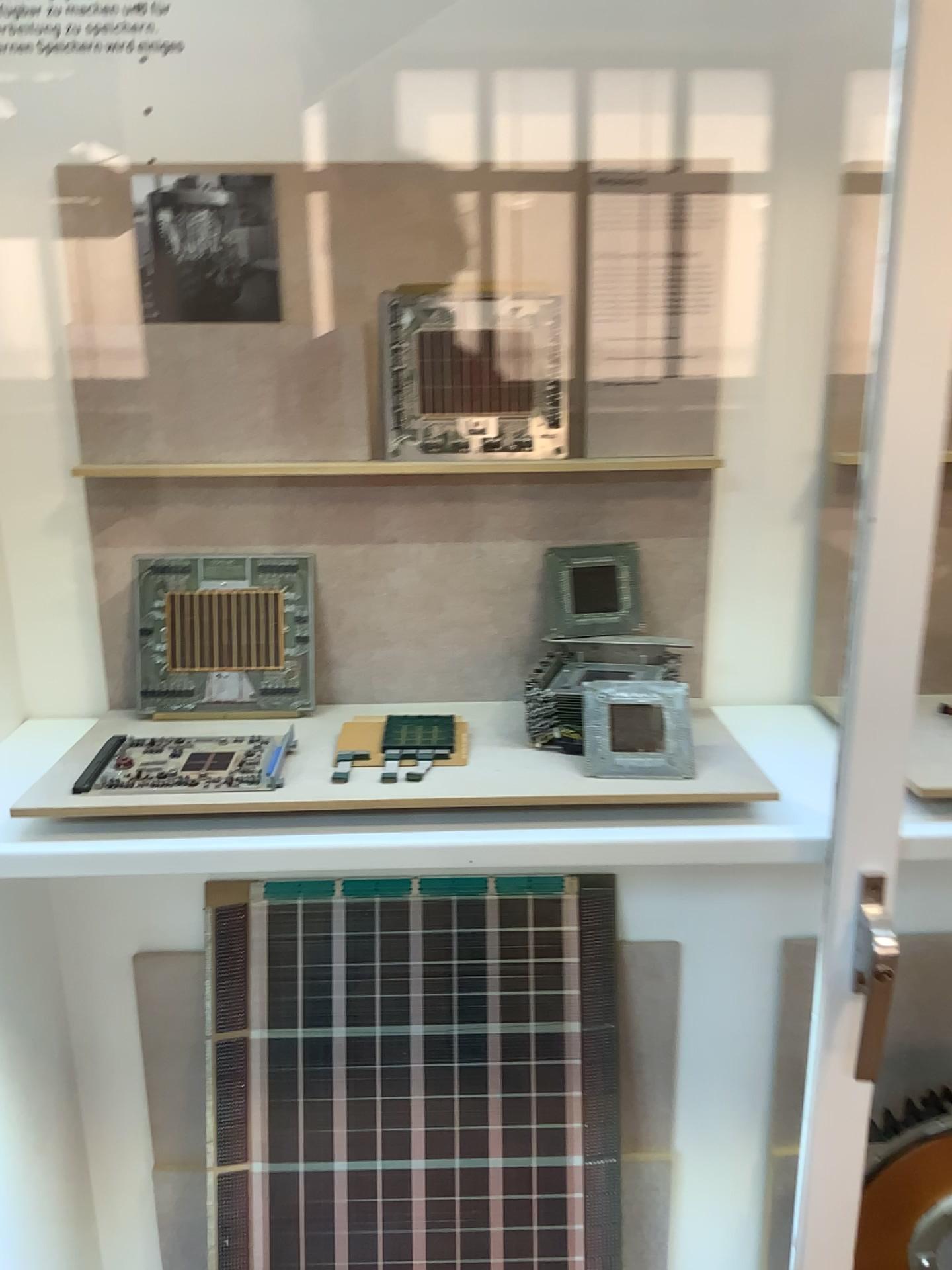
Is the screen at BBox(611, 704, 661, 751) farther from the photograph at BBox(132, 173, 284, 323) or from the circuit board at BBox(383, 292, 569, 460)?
the photograph at BBox(132, 173, 284, 323)

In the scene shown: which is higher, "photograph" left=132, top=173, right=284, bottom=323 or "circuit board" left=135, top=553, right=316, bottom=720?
"photograph" left=132, top=173, right=284, bottom=323

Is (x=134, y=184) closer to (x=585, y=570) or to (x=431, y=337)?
(x=431, y=337)

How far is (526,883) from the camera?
1.3m

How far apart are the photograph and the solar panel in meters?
0.7

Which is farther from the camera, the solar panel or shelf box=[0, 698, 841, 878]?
the solar panel

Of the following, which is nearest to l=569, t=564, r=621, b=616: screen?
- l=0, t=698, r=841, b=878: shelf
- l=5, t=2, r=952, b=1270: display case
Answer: l=5, t=2, r=952, b=1270: display case

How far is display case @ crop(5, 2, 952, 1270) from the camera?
1.0 meters

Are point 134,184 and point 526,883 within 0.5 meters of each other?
no

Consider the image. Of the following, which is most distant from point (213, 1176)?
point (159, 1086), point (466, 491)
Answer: point (466, 491)
